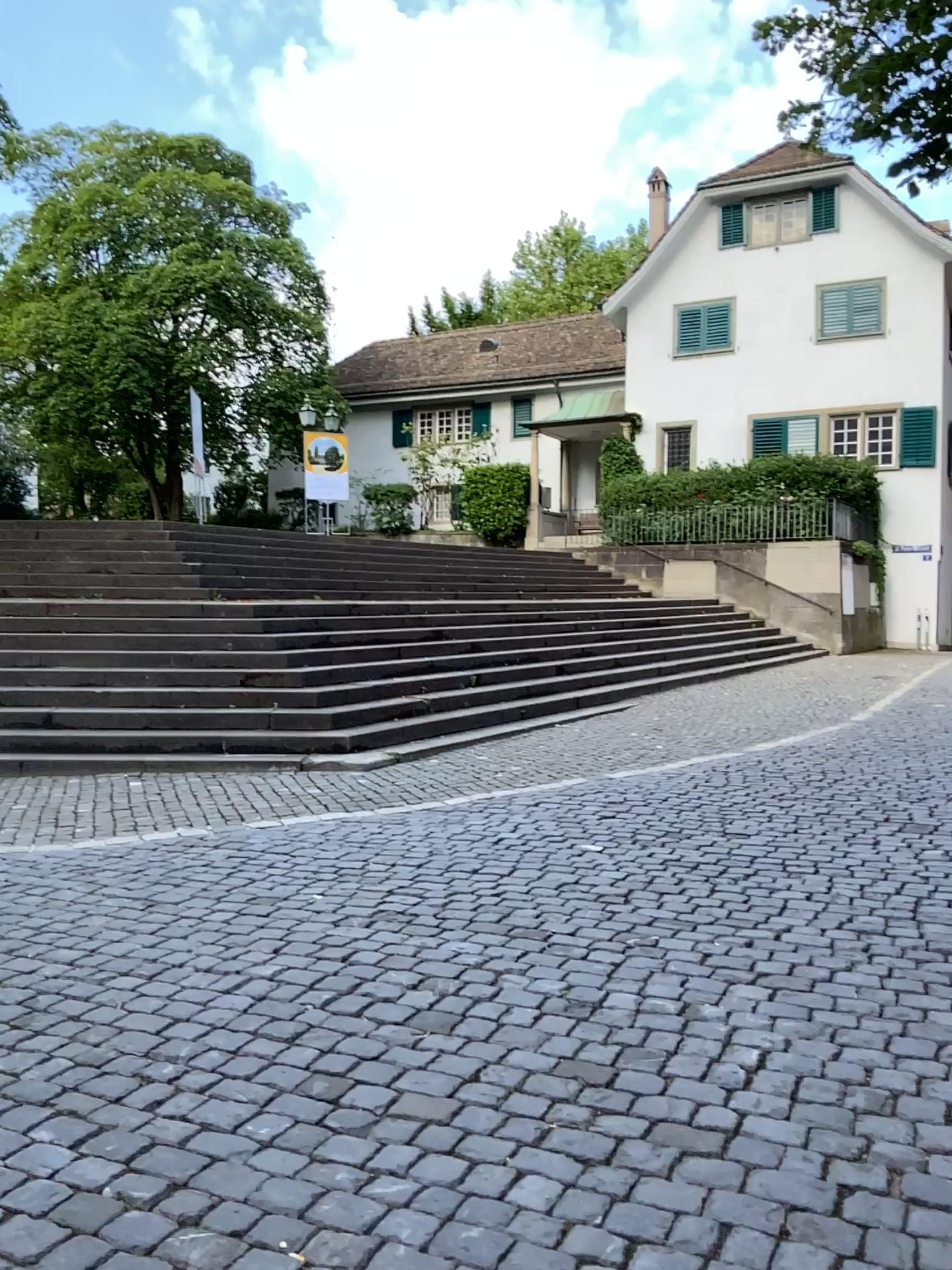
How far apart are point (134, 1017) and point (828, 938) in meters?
2.6 m
